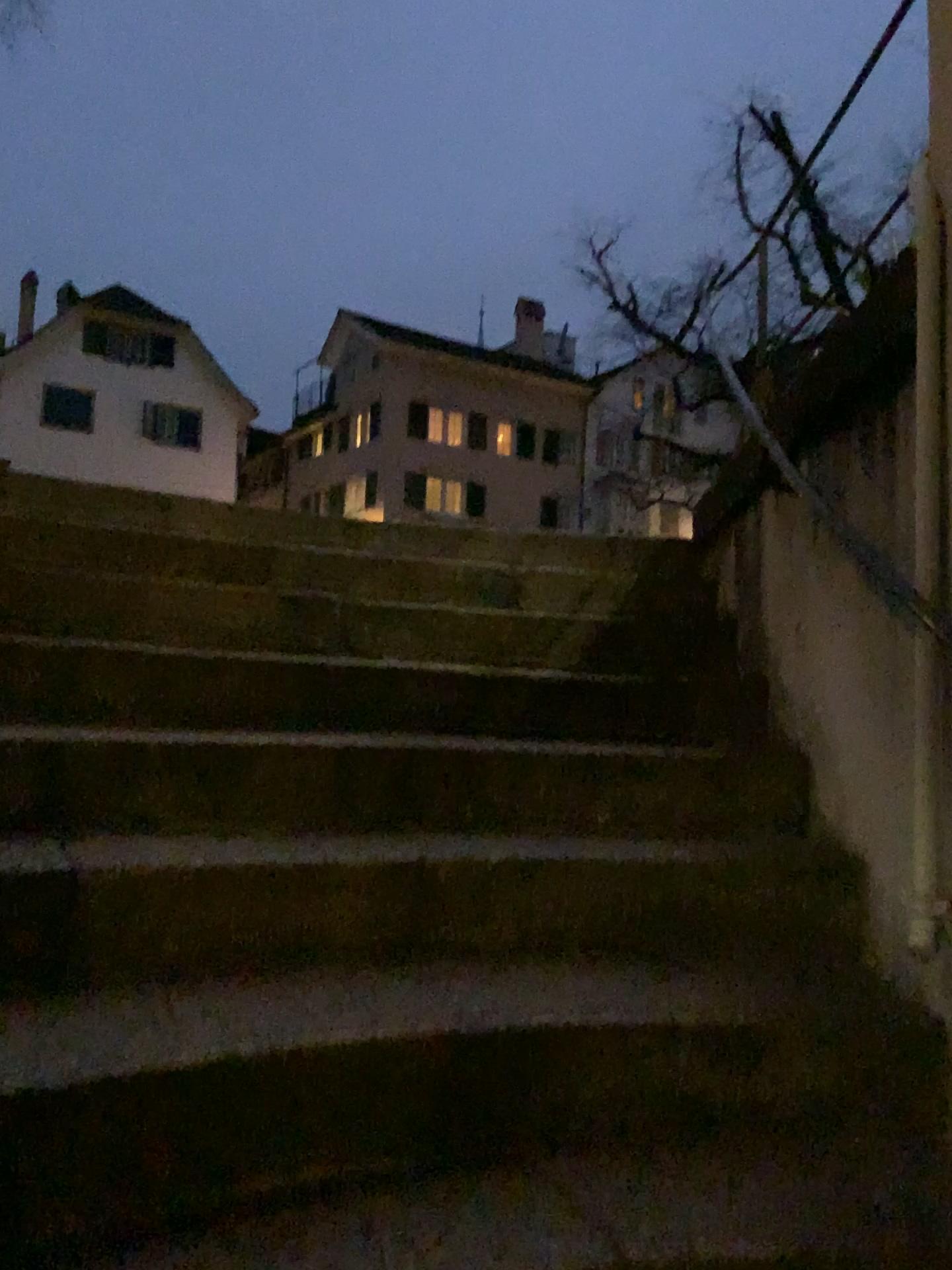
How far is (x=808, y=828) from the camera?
2.1 meters
